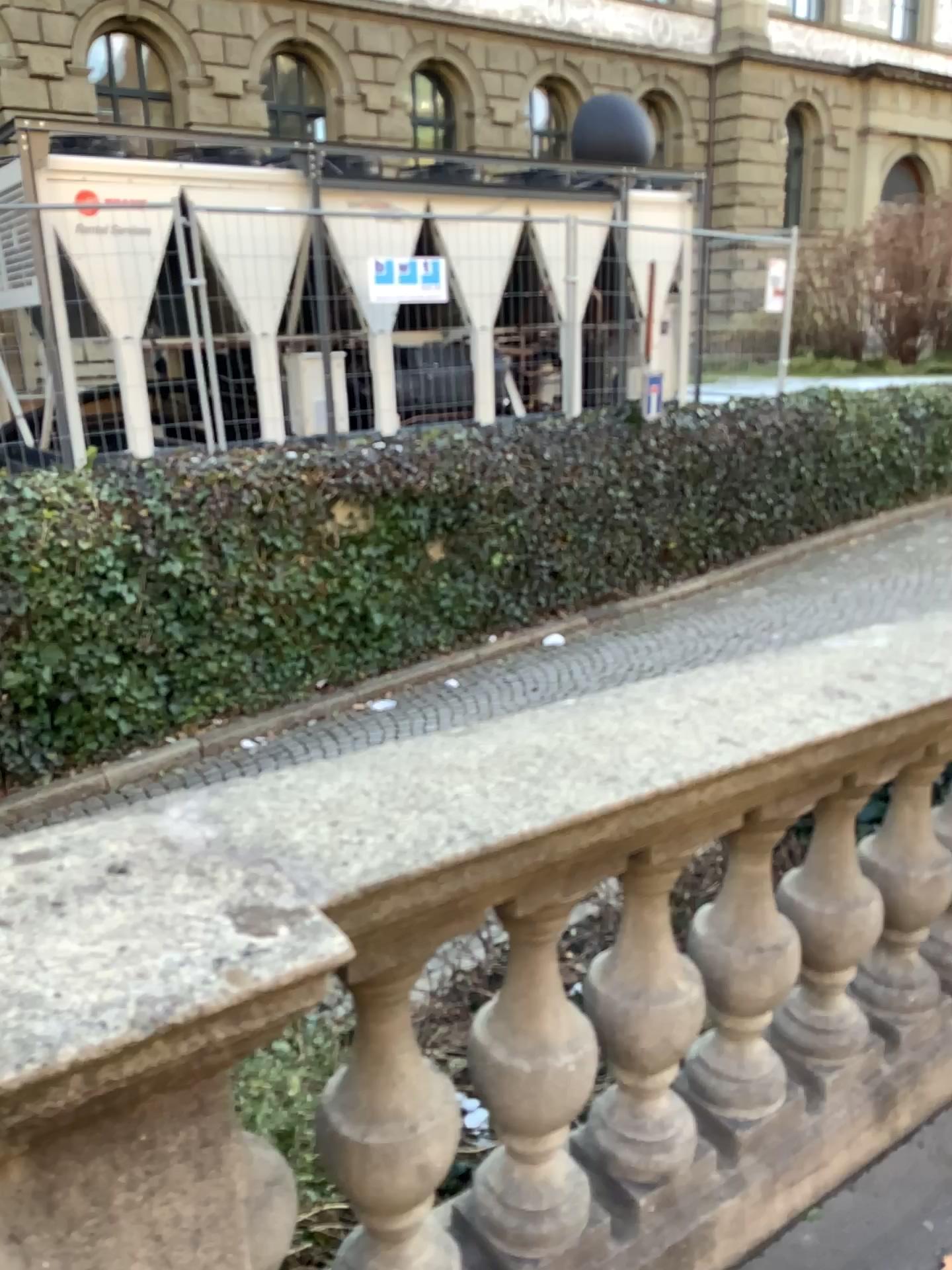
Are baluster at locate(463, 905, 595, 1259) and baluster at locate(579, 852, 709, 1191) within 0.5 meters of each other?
yes

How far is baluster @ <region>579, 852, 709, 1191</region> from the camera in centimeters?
170cm

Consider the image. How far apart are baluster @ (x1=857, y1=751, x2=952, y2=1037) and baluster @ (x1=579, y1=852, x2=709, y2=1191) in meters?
0.6 m

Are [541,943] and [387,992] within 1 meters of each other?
yes

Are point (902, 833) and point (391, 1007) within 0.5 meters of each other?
no

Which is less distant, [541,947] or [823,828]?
[541,947]

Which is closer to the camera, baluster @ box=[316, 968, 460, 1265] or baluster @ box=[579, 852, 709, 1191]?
baluster @ box=[316, 968, 460, 1265]

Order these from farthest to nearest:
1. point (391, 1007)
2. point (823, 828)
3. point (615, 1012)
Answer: point (823, 828) < point (615, 1012) < point (391, 1007)

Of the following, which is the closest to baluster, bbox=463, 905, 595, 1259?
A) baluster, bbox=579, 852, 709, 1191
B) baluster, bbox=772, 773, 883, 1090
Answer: baluster, bbox=579, 852, 709, 1191

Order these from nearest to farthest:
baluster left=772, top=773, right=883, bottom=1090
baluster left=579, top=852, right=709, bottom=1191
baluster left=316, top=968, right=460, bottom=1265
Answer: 1. baluster left=316, top=968, right=460, bottom=1265
2. baluster left=579, top=852, right=709, bottom=1191
3. baluster left=772, top=773, right=883, bottom=1090
